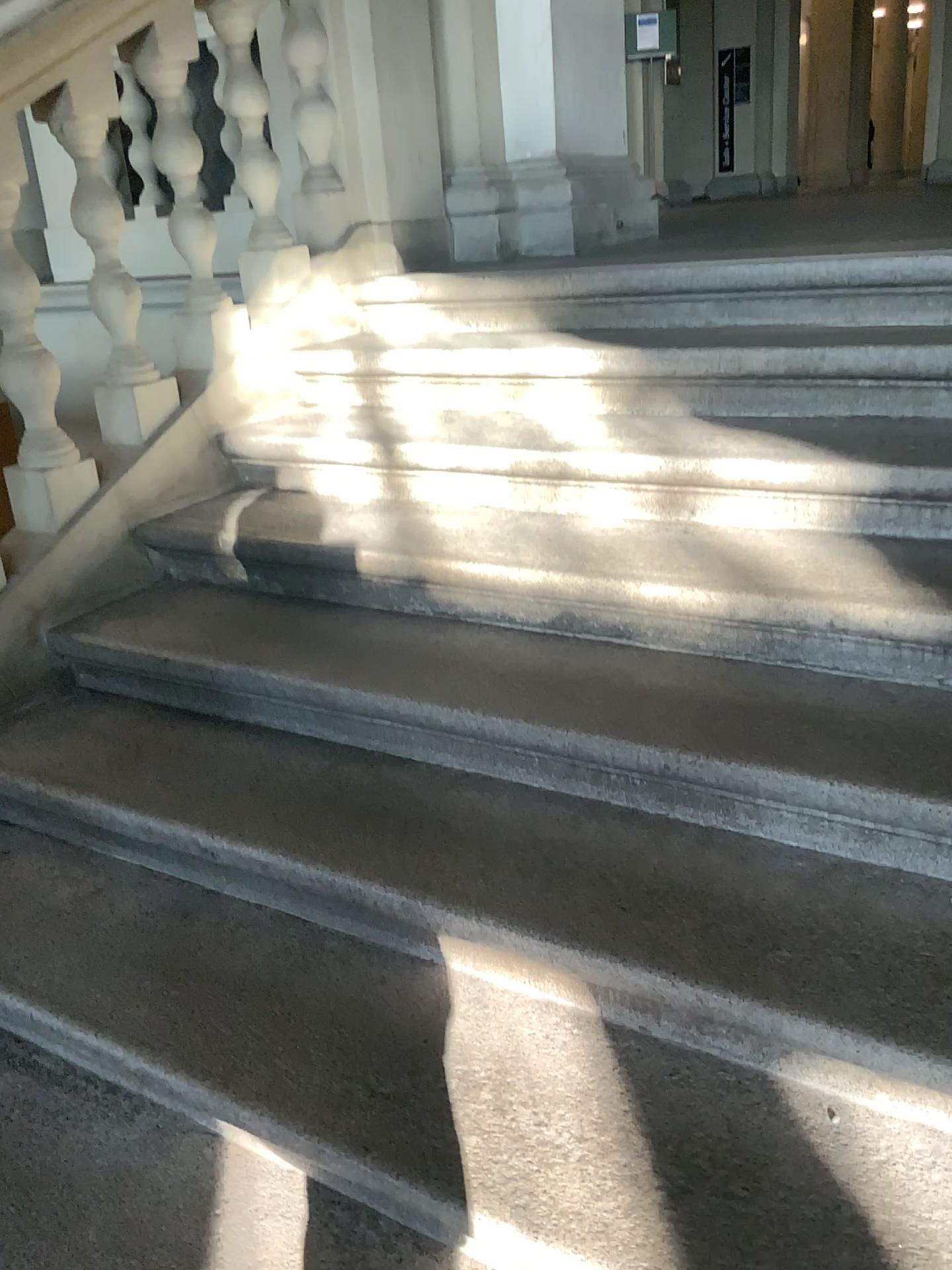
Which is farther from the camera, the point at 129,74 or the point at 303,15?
the point at 303,15

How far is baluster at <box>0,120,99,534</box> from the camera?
2.2 meters

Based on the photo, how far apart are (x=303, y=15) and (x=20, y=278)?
1.1m

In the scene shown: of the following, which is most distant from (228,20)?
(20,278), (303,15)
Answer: (20,278)

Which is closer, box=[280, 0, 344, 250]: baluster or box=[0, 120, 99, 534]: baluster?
box=[0, 120, 99, 534]: baluster

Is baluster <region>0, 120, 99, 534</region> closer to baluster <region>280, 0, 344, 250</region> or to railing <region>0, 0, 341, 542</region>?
railing <region>0, 0, 341, 542</region>

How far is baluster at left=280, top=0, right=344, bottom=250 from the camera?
2.7m

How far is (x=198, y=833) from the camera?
1.73m

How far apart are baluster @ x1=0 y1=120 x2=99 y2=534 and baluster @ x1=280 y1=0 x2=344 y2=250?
1.0 meters

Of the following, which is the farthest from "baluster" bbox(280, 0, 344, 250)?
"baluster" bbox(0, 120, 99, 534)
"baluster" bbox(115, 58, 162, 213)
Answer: "baluster" bbox(0, 120, 99, 534)
